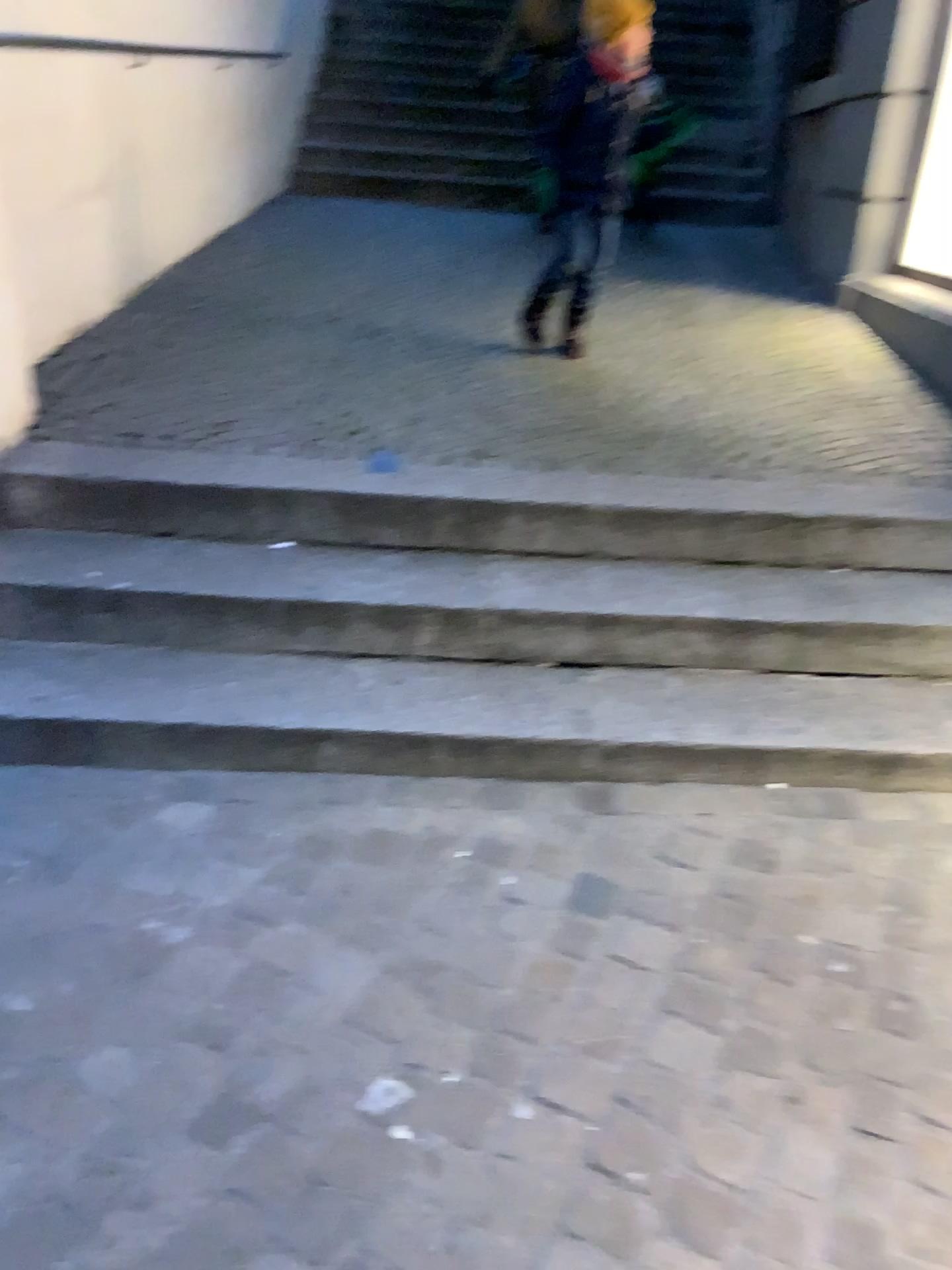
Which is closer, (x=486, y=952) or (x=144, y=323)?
(x=486, y=952)
